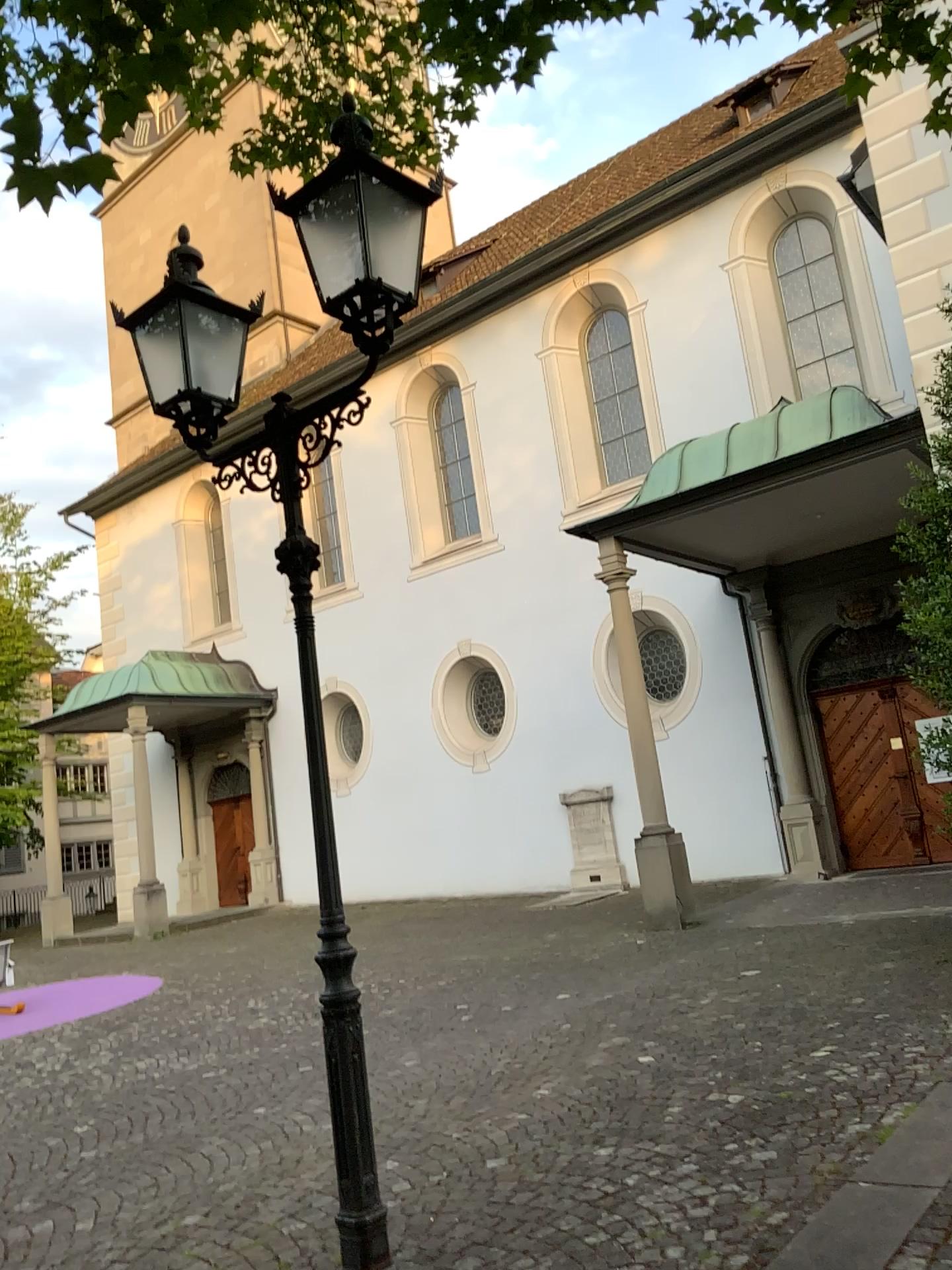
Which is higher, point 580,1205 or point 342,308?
point 342,308
